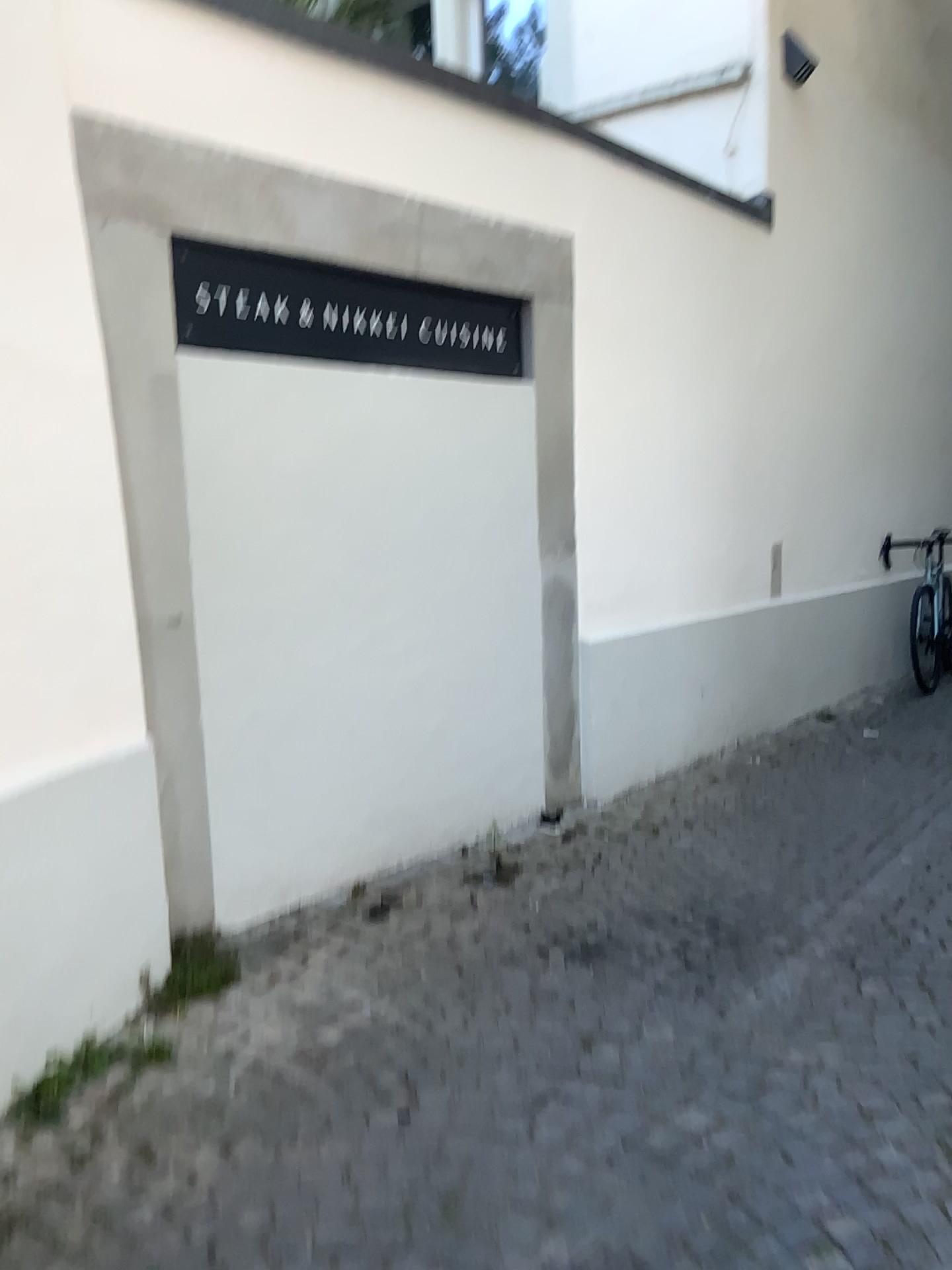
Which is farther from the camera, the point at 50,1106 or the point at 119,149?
the point at 119,149

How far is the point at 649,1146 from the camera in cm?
196

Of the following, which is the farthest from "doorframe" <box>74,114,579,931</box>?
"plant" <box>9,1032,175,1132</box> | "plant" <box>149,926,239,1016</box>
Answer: "plant" <box>9,1032,175,1132</box>

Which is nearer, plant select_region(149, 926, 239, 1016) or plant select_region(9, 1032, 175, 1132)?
plant select_region(9, 1032, 175, 1132)

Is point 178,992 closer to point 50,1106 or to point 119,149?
point 50,1106

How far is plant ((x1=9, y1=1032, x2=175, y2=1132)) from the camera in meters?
2.1

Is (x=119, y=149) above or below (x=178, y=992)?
above

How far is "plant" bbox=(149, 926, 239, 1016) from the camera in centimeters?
250cm

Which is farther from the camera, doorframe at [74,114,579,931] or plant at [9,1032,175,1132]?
doorframe at [74,114,579,931]

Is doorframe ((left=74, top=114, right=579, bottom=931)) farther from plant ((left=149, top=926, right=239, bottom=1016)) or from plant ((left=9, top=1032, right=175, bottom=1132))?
plant ((left=9, top=1032, right=175, bottom=1132))
